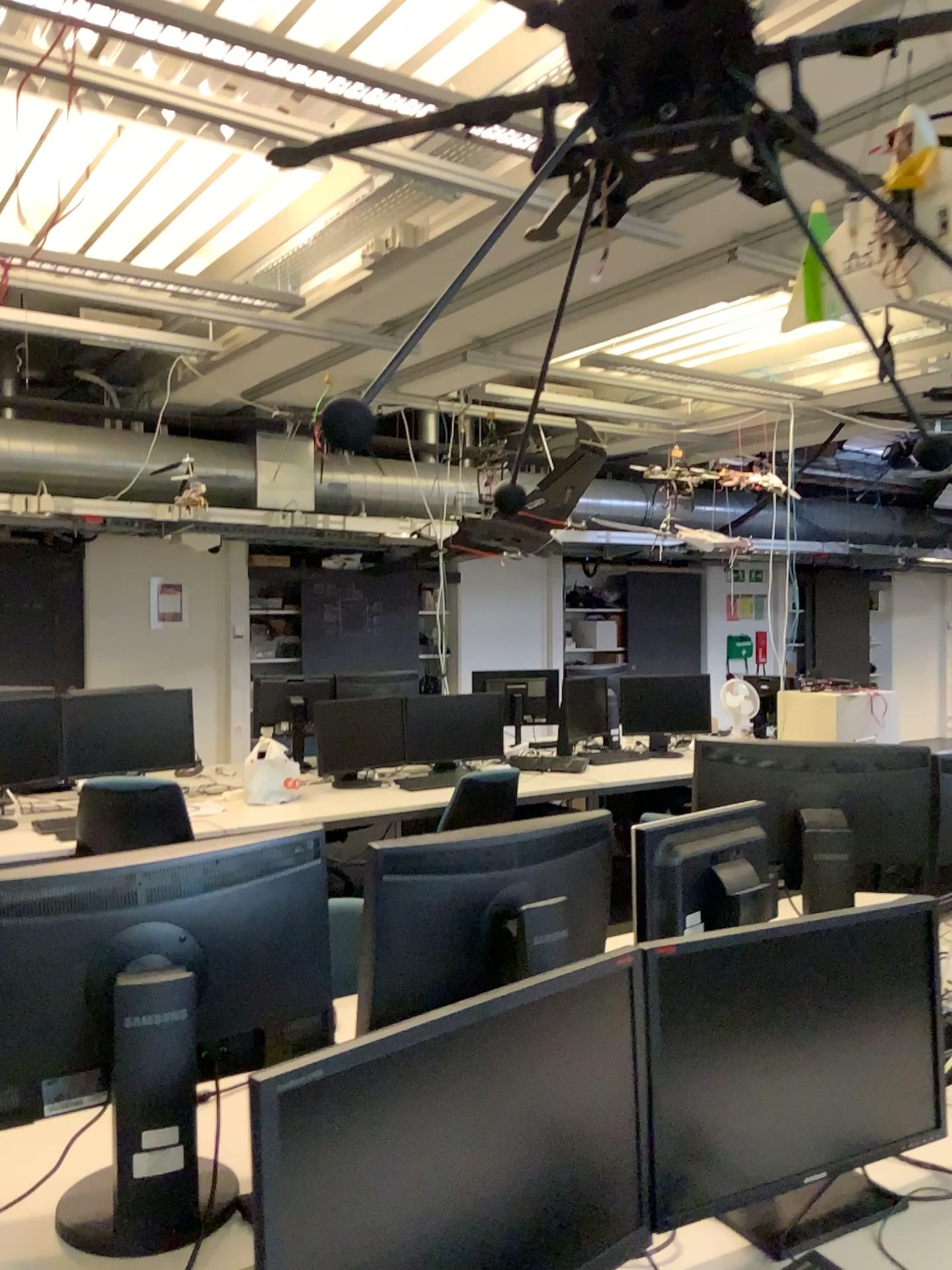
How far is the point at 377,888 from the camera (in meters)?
1.71

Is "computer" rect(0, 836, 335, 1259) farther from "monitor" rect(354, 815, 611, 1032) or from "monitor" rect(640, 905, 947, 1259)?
"monitor" rect(640, 905, 947, 1259)

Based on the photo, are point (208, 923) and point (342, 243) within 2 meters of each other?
no

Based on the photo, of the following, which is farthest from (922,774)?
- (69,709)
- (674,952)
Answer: Result: (69,709)

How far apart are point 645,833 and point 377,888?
0.57m

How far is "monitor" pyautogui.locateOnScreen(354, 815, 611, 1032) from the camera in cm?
171

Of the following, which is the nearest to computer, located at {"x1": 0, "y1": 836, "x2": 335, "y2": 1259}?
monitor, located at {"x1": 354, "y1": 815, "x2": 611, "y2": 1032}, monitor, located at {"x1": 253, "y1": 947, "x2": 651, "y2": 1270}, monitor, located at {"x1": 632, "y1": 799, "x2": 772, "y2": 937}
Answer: monitor, located at {"x1": 354, "y1": 815, "x2": 611, "y2": 1032}

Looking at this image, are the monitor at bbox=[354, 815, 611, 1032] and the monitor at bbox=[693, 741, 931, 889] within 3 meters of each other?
yes

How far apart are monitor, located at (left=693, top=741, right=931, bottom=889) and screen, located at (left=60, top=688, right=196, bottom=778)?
2.89m

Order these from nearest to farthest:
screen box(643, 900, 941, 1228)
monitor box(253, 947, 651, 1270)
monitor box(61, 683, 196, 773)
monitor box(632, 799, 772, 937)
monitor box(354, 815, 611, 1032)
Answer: monitor box(253, 947, 651, 1270) < screen box(643, 900, 941, 1228) < monitor box(354, 815, 611, 1032) < monitor box(632, 799, 772, 937) < monitor box(61, 683, 196, 773)
